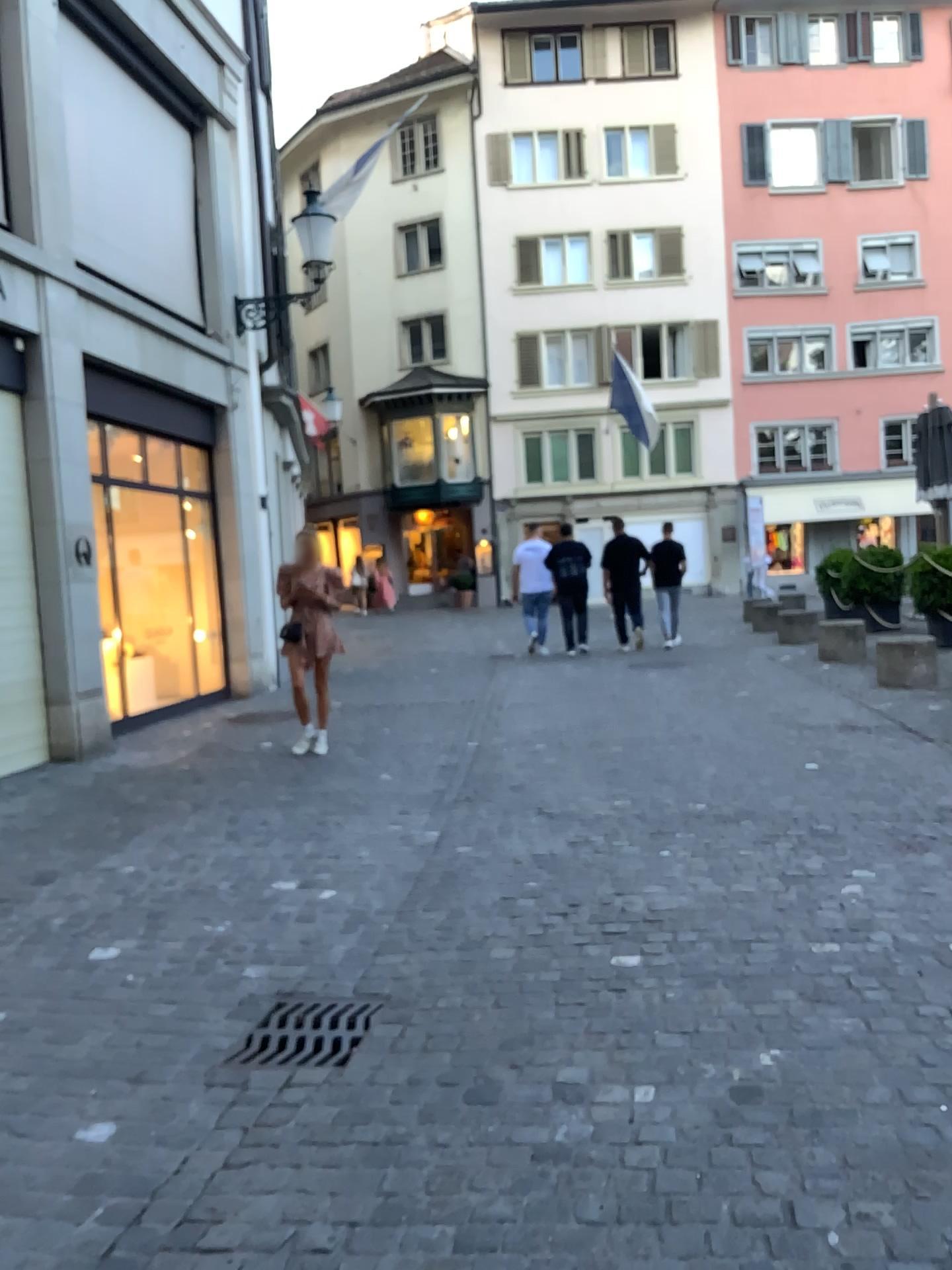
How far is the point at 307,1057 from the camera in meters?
3.0

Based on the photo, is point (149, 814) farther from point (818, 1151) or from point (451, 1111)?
point (818, 1151)

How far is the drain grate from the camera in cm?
296
